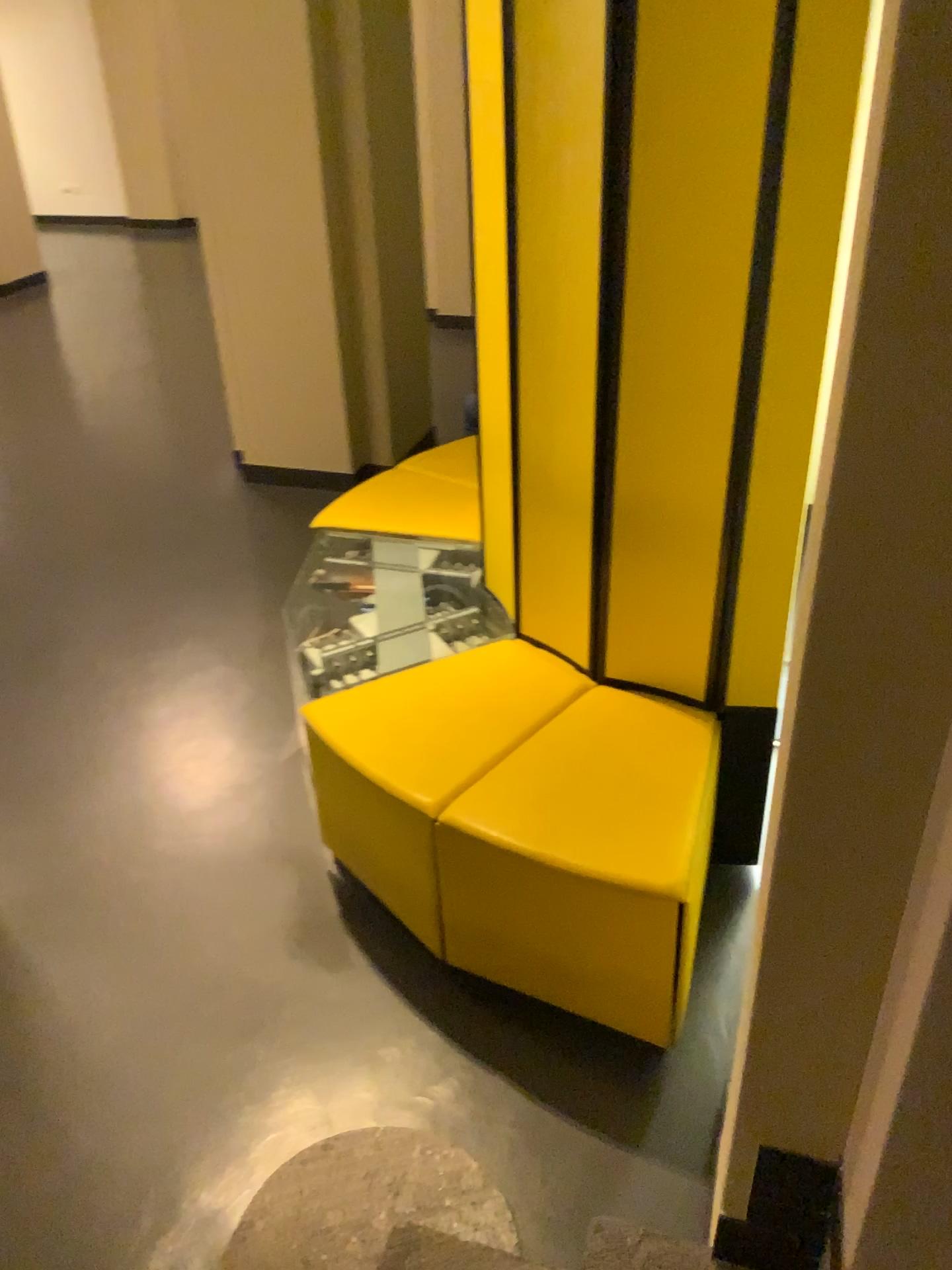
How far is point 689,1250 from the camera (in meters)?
1.46

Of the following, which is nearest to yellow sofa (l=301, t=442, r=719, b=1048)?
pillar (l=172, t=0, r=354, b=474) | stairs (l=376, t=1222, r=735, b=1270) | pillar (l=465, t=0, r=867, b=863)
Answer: pillar (l=465, t=0, r=867, b=863)

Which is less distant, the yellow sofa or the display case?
the yellow sofa

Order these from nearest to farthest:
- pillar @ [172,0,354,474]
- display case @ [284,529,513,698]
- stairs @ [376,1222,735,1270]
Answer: stairs @ [376,1222,735,1270], display case @ [284,529,513,698], pillar @ [172,0,354,474]

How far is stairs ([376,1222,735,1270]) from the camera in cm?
146

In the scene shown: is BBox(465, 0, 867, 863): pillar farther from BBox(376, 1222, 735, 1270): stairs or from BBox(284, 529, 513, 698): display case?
BBox(376, 1222, 735, 1270): stairs

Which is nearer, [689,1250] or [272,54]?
[689,1250]

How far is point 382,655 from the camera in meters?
2.7 m

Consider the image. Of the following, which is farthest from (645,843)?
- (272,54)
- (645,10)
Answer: (272,54)
